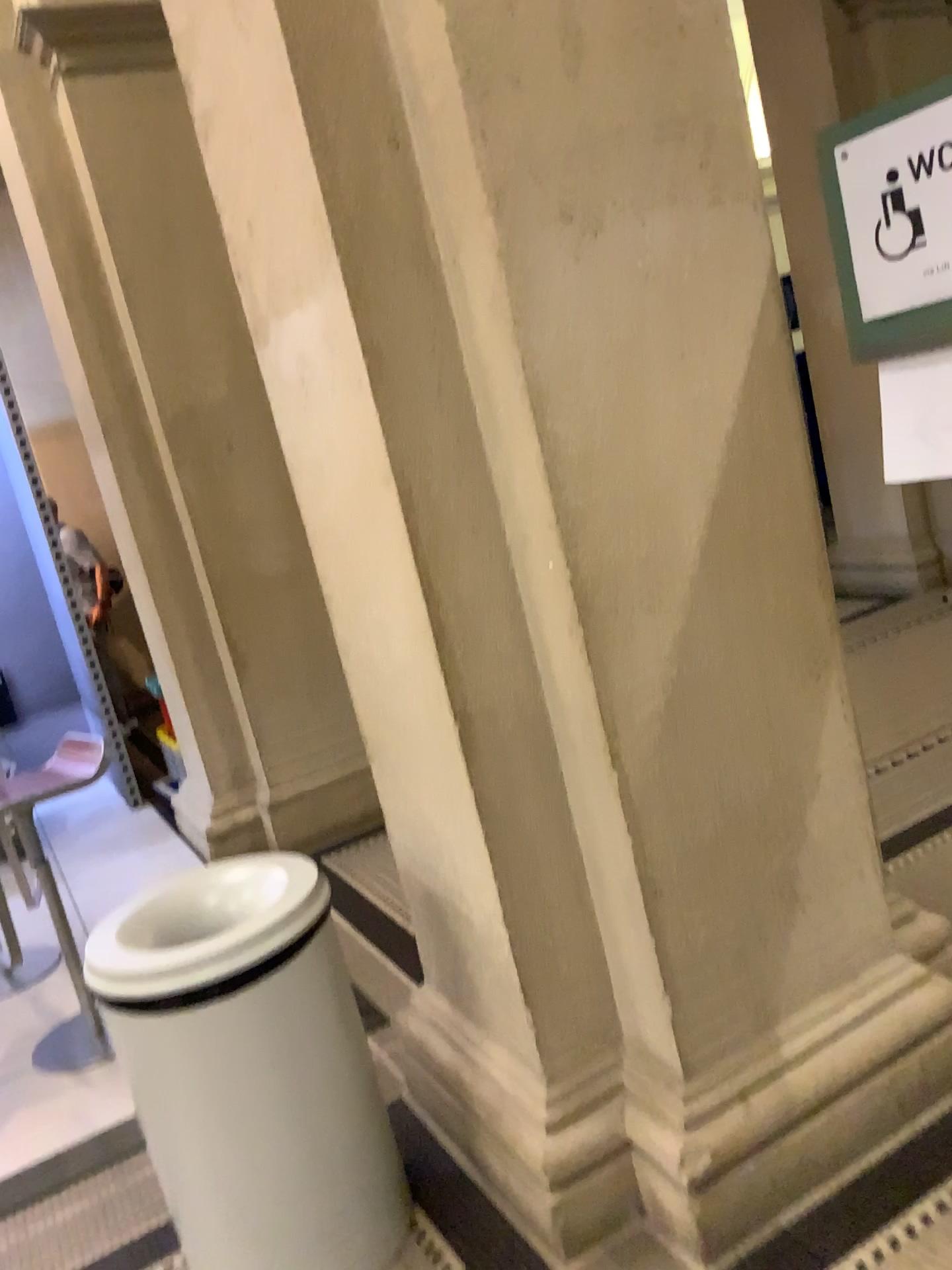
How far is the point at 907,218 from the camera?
1.73m

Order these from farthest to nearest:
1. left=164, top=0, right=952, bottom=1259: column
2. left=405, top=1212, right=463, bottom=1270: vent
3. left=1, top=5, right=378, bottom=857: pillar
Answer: left=1, top=5, right=378, bottom=857: pillar, left=405, top=1212, right=463, bottom=1270: vent, left=164, top=0, right=952, bottom=1259: column

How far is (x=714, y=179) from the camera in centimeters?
Result: 180cm

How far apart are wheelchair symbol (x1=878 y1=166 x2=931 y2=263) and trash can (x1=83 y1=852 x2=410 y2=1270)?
1.5 meters

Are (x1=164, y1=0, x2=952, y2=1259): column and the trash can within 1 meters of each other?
yes

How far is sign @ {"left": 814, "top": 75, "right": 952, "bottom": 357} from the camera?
1.69m

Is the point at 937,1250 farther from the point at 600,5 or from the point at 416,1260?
the point at 600,5

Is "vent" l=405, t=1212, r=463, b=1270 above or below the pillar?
below

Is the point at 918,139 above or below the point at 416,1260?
above

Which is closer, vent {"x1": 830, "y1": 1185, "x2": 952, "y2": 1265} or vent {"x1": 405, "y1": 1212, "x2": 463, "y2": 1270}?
vent {"x1": 830, "y1": 1185, "x2": 952, "y2": 1265}
